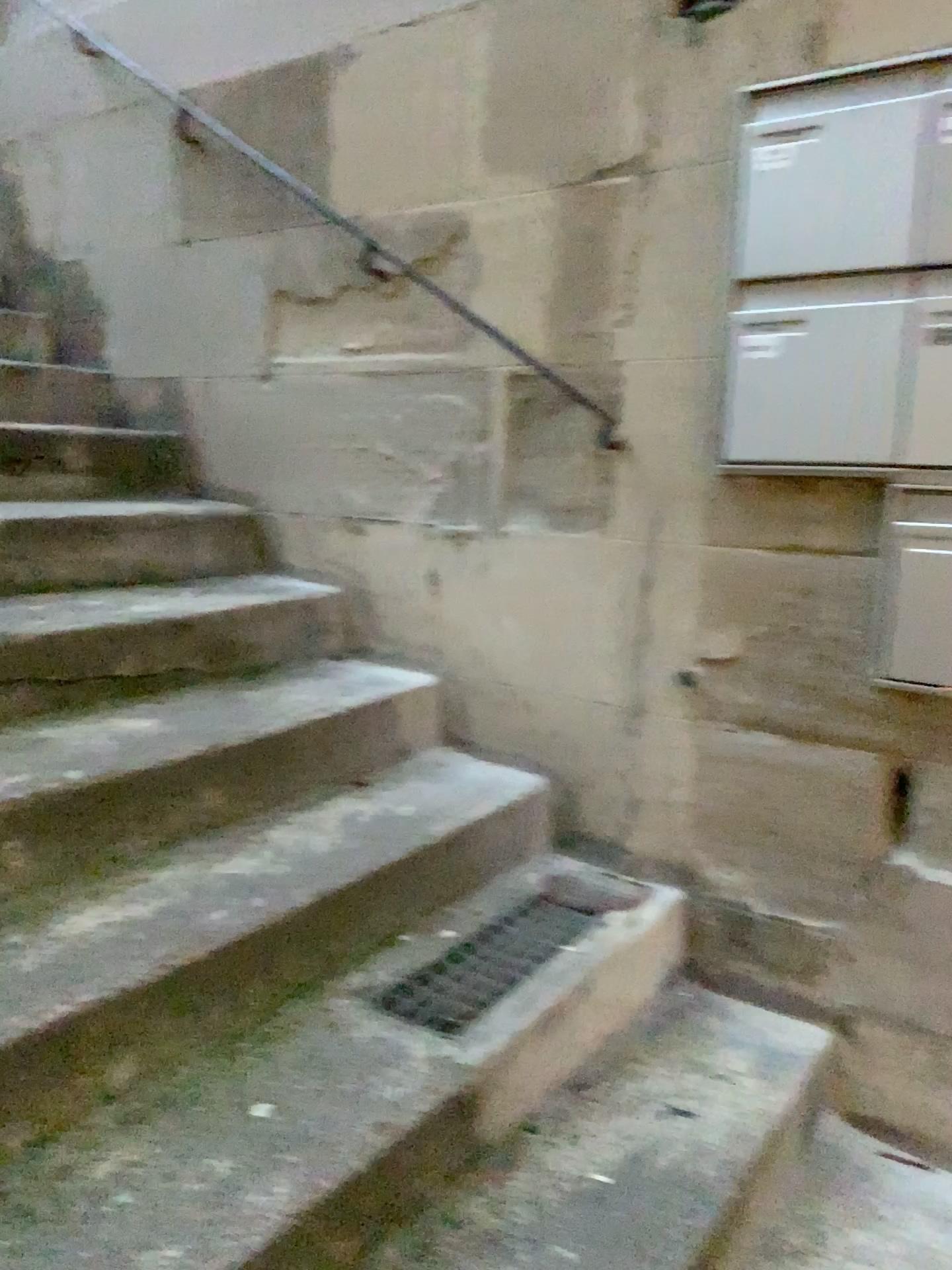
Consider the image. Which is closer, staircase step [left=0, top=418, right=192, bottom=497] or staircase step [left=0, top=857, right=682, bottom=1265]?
staircase step [left=0, top=857, right=682, bottom=1265]

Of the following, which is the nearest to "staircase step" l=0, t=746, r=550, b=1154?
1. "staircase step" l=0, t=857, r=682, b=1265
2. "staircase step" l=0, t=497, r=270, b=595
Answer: "staircase step" l=0, t=857, r=682, b=1265

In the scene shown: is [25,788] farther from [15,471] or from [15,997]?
[15,471]

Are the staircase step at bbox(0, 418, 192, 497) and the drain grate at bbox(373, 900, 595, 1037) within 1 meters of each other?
no

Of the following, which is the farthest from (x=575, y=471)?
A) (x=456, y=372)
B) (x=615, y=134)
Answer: (x=615, y=134)

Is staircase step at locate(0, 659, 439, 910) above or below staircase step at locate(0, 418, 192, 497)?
below

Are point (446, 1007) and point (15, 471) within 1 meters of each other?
no

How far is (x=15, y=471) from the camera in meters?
2.7

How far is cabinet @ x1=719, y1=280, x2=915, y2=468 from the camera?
1.7m

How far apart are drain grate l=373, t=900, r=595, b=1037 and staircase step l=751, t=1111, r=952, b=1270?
0.5 meters
